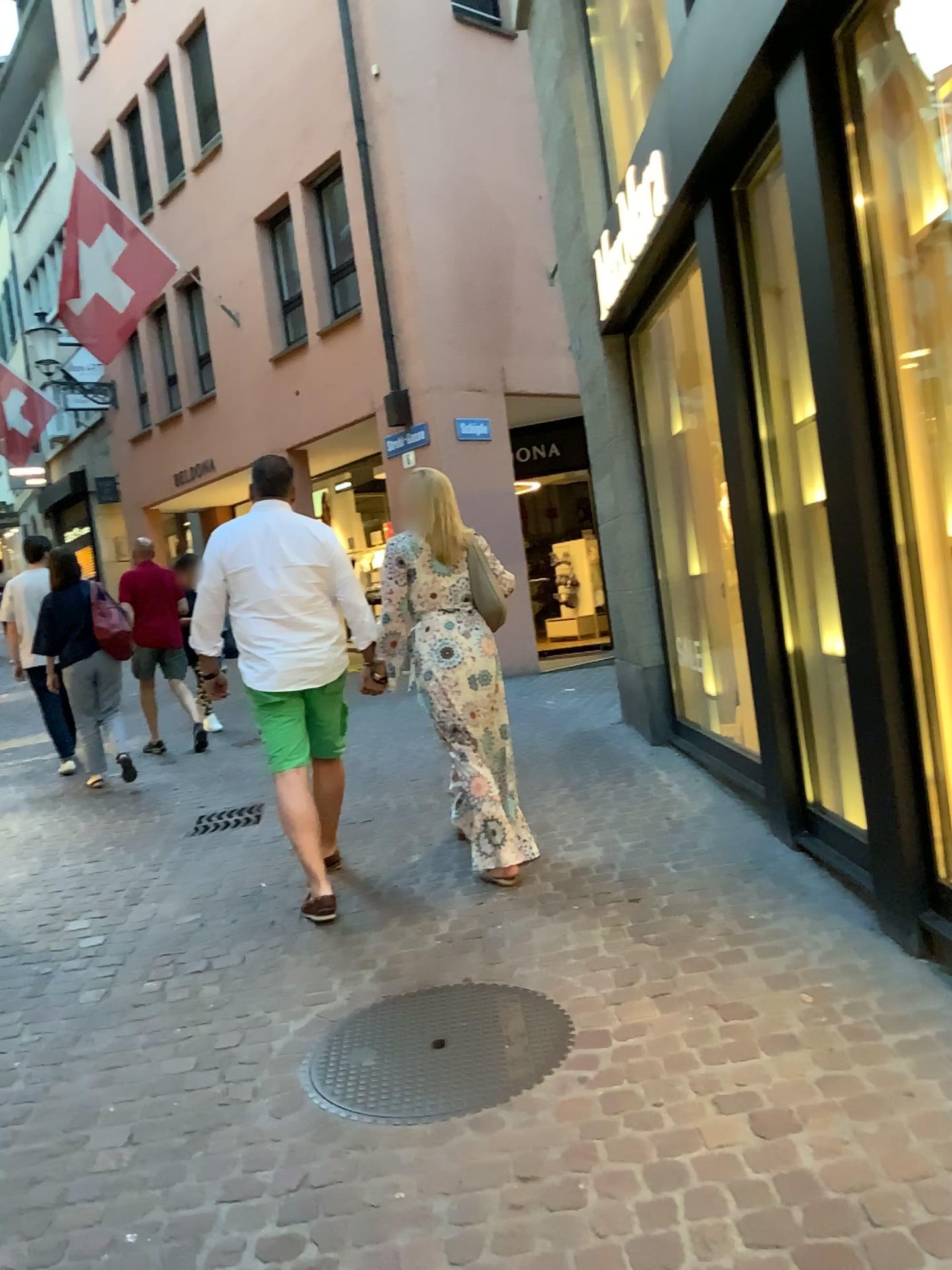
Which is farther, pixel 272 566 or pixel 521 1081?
pixel 272 566

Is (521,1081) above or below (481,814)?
below

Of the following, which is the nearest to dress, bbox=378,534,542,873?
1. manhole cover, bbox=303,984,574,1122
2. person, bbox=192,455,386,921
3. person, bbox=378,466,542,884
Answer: person, bbox=378,466,542,884

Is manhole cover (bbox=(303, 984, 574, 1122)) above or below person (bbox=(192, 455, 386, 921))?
below

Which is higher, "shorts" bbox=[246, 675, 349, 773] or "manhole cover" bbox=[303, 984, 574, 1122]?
"shorts" bbox=[246, 675, 349, 773]

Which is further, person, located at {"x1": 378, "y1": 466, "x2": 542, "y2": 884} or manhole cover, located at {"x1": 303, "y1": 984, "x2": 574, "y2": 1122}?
person, located at {"x1": 378, "y1": 466, "x2": 542, "y2": 884}

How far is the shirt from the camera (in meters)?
3.94

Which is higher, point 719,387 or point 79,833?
point 719,387

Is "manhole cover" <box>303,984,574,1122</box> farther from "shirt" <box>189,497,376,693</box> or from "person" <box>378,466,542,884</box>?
"shirt" <box>189,497,376,693</box>

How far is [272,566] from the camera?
3.94m
